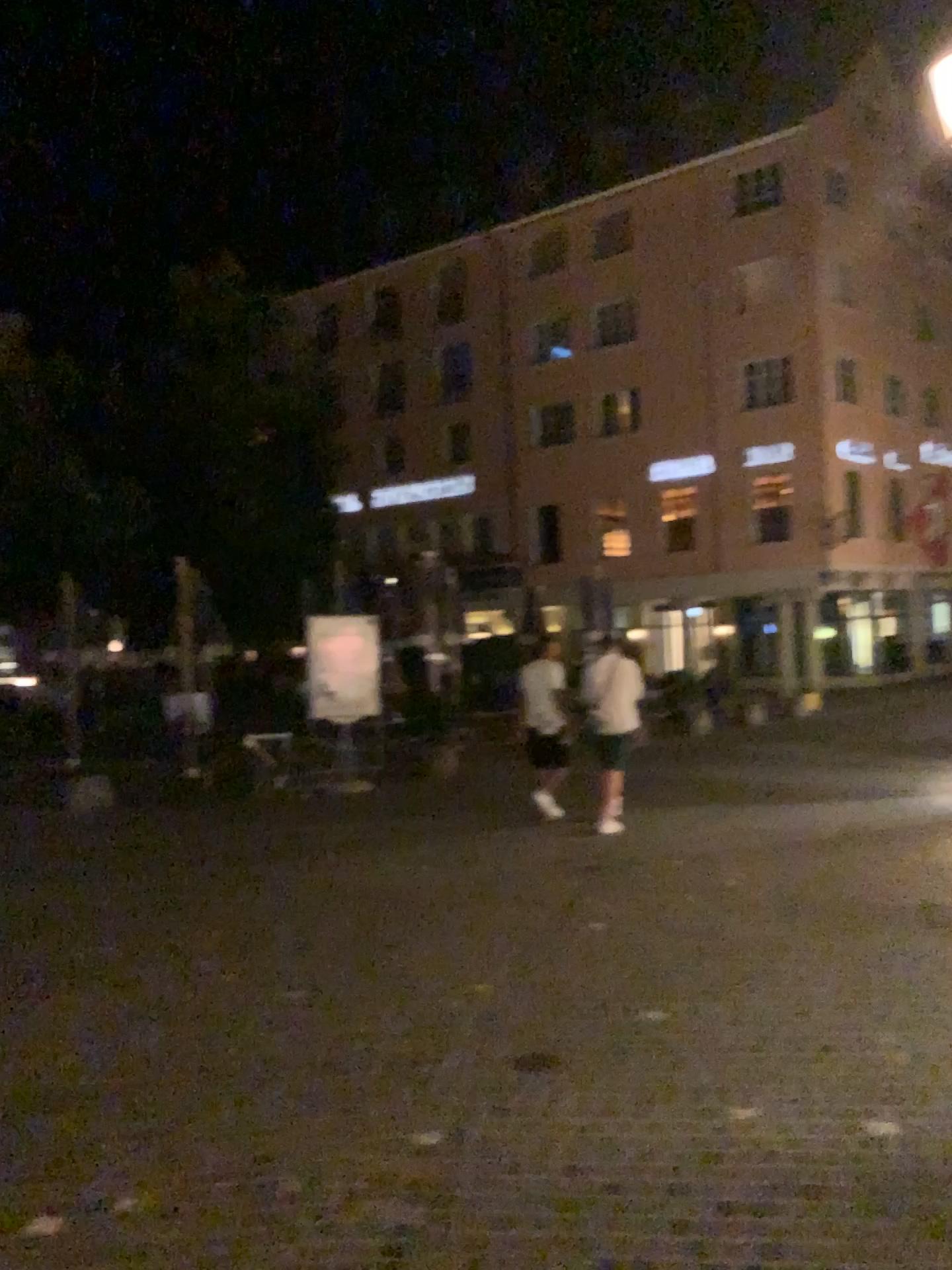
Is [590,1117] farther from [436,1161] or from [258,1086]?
[258,1086]
